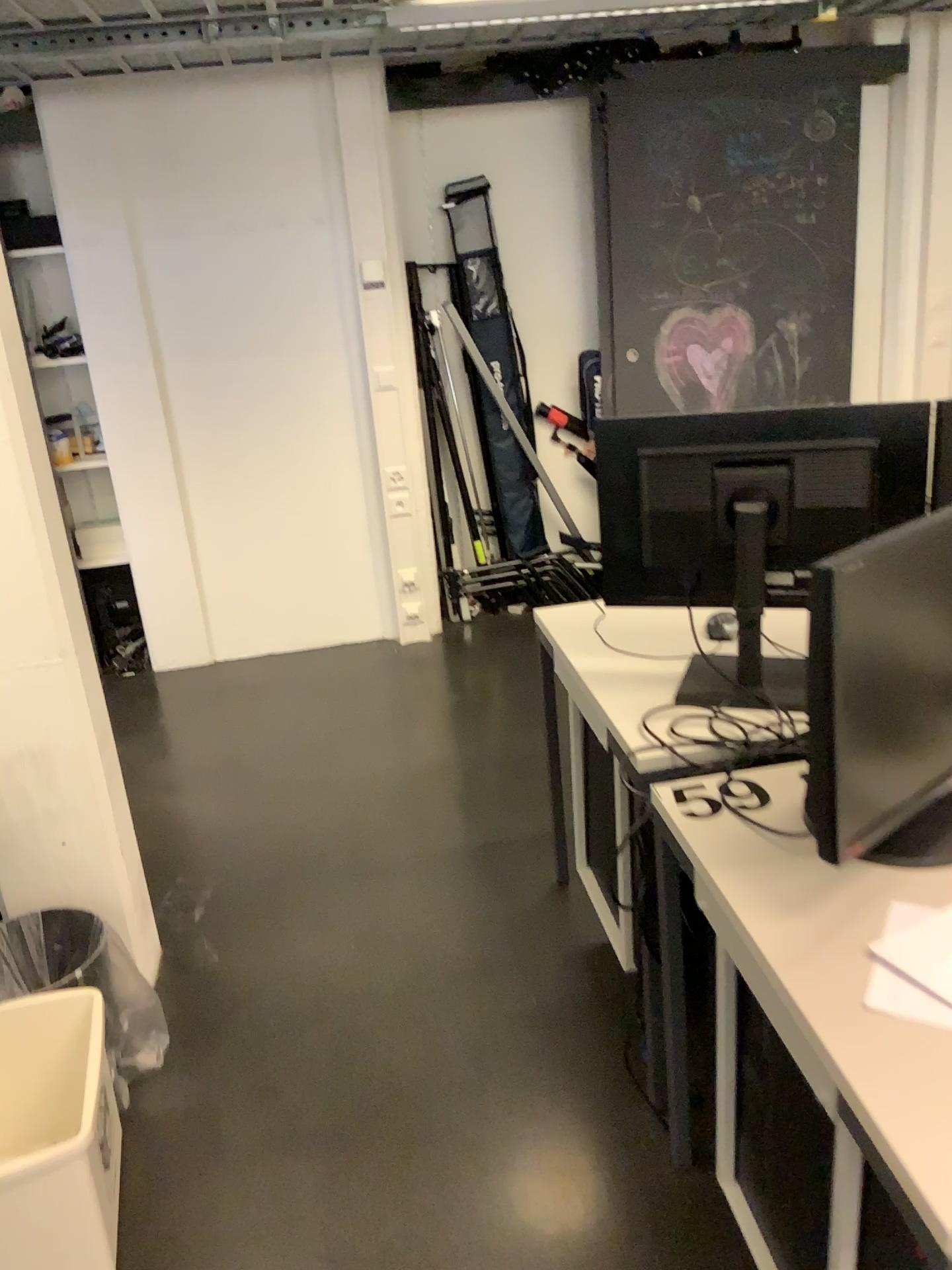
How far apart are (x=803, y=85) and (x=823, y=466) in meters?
3.0

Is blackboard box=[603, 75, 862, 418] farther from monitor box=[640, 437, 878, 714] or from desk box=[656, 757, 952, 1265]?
desk box=[656, 757, 952, 1265]

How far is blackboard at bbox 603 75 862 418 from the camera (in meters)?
4.05

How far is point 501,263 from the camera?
4.39m

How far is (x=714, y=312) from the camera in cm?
429

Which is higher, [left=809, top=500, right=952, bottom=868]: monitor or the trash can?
[left=809, top=500, right=952, bottom=868]: monitor

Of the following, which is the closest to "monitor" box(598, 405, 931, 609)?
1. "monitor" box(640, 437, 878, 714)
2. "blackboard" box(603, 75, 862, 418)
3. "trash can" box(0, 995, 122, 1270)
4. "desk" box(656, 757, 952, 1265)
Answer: "monitor" box(640, 437, 878, 714)

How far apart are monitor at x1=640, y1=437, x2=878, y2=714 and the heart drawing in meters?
2.6

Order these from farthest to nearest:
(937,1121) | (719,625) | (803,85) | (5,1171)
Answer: (803,85), (719,625), (5,1171), (937,1121)

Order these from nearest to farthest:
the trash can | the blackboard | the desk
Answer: the desk
the trash can
the blackboard
